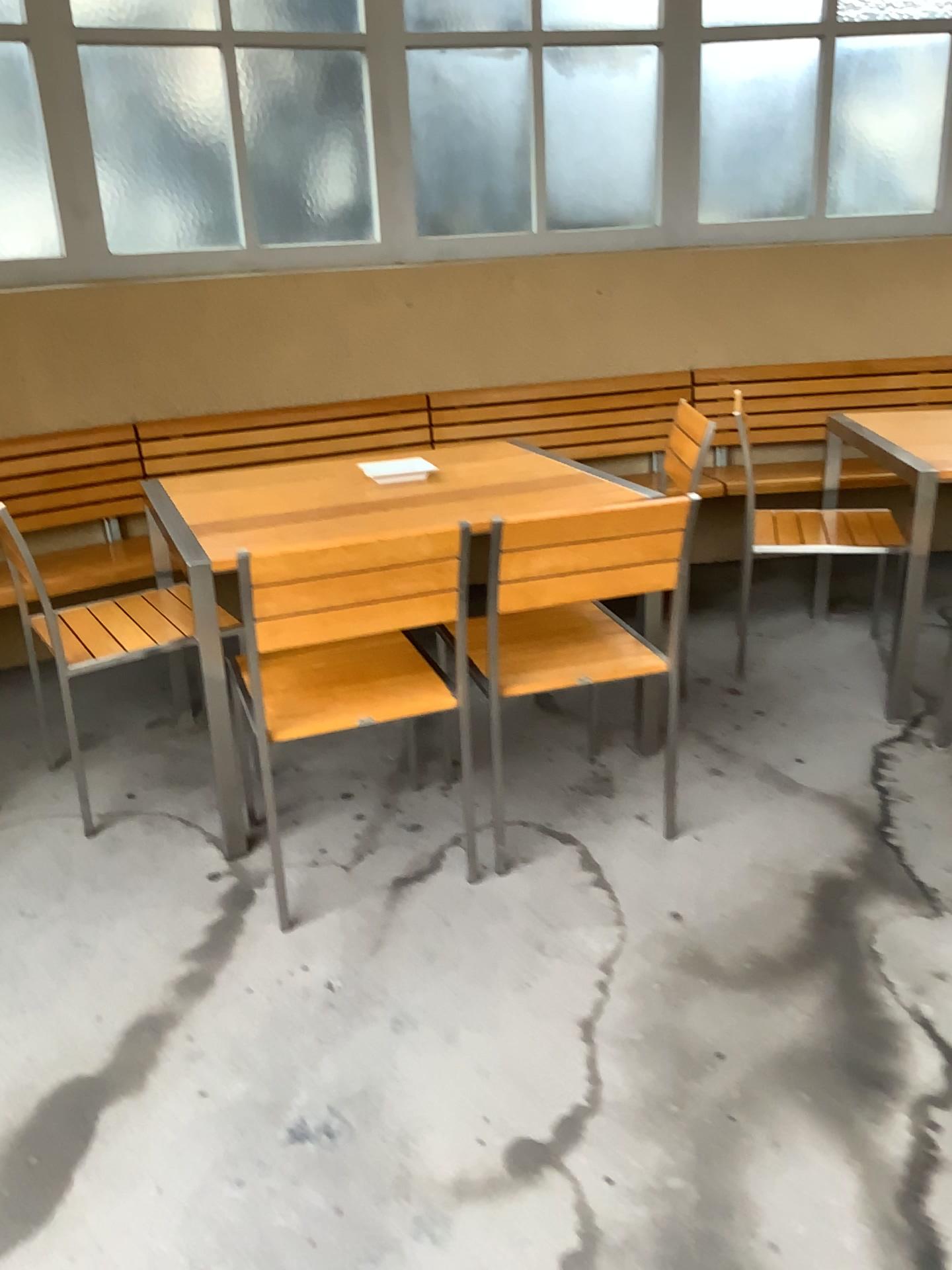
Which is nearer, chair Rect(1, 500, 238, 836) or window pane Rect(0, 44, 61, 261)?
chair Rect(1, 500, 238, 836)

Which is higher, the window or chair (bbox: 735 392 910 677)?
the window

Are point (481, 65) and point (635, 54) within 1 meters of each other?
yes

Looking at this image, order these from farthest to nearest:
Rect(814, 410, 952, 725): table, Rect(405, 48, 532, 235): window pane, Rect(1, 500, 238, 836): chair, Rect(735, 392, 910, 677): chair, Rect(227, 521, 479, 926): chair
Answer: Rect(405, 48, 532, 235): window pane → Rect(735, 392, 910, 677): chair → Rect(814, 410, 952, 725): table → Rect(1, 500, 238, 836): chair → Rect(227, 521, 479, 926): chair

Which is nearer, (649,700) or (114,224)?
(649,700)

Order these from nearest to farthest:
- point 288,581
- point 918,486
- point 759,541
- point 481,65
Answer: point 288,581
point 918,486
point 759,541
point 481,65

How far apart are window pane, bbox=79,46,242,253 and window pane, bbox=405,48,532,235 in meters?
0.7

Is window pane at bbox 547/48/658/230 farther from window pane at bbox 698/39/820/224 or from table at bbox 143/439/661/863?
table at bbox 143/439/661/863

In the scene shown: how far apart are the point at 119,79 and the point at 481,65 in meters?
1.3 m

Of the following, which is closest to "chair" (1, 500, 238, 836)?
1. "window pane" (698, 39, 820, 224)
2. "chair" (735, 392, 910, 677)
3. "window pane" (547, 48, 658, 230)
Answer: "chair" (735, 392, 910, 677)
